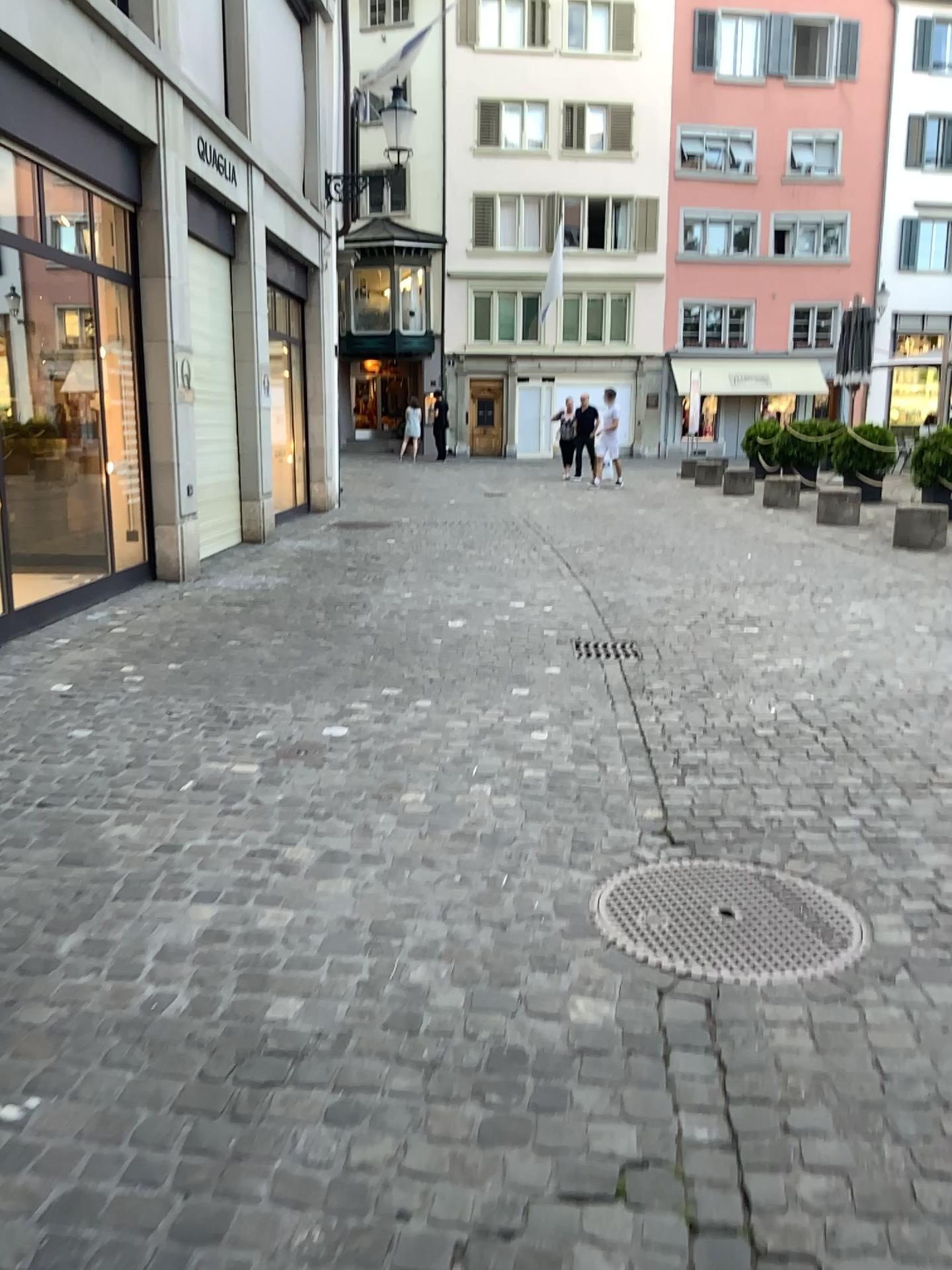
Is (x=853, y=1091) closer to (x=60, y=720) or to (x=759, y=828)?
(x=759, y=828)
